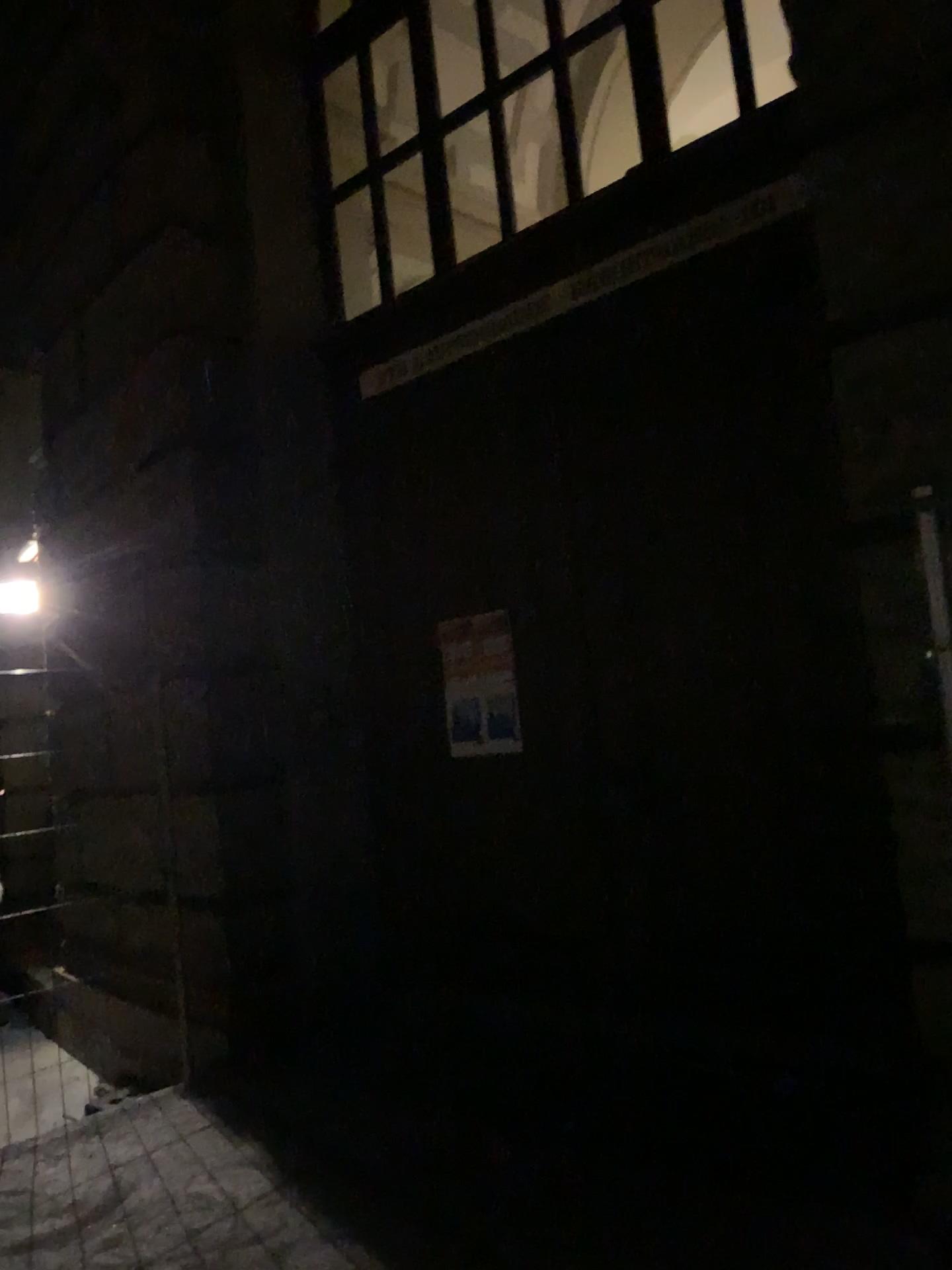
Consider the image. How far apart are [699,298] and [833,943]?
2.3m

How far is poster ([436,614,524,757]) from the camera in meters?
4.4 m

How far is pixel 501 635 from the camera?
4.4m
